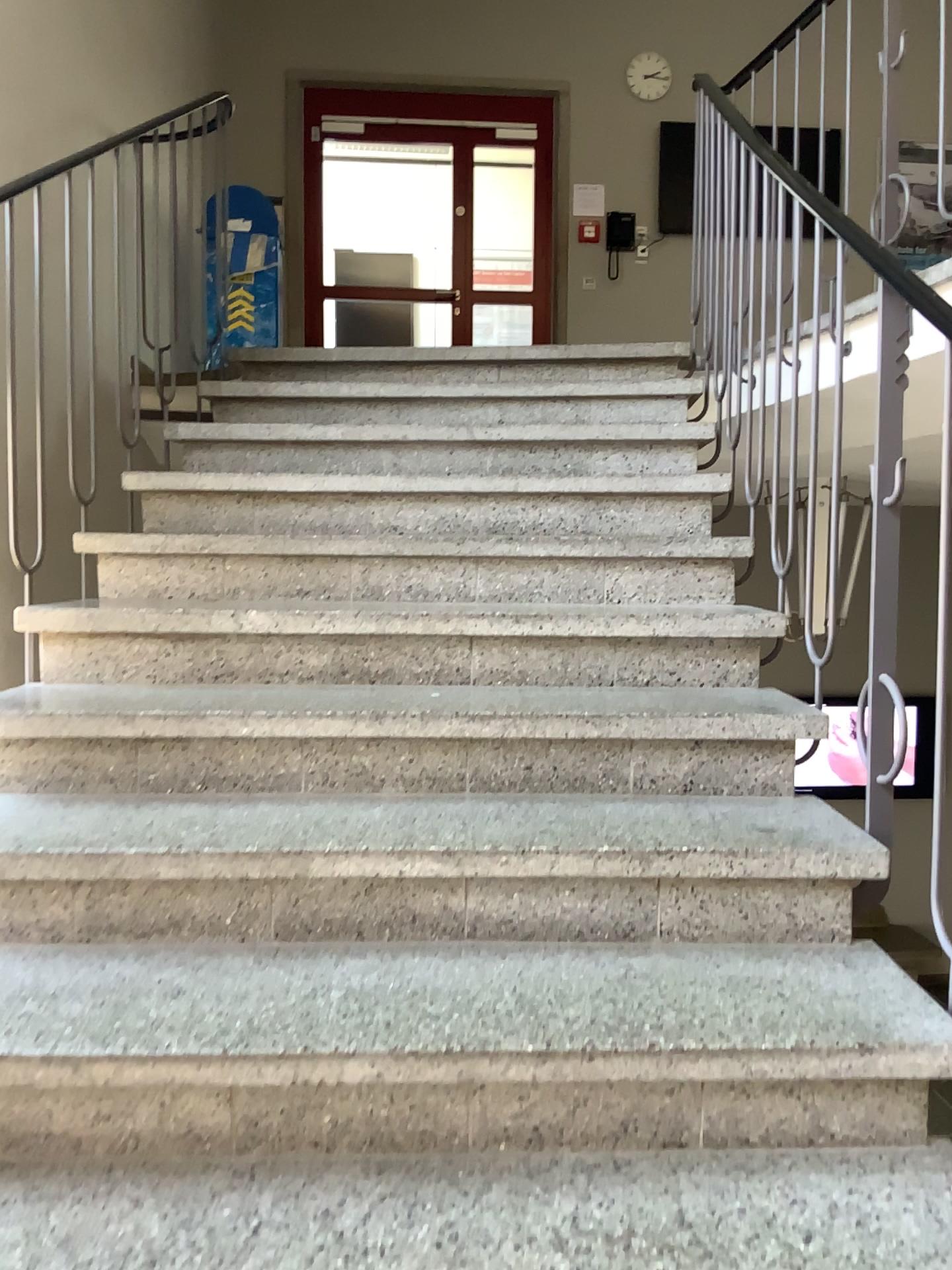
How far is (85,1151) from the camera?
1.35m

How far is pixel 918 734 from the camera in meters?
1.7

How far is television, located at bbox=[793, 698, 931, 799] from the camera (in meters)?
1.68
